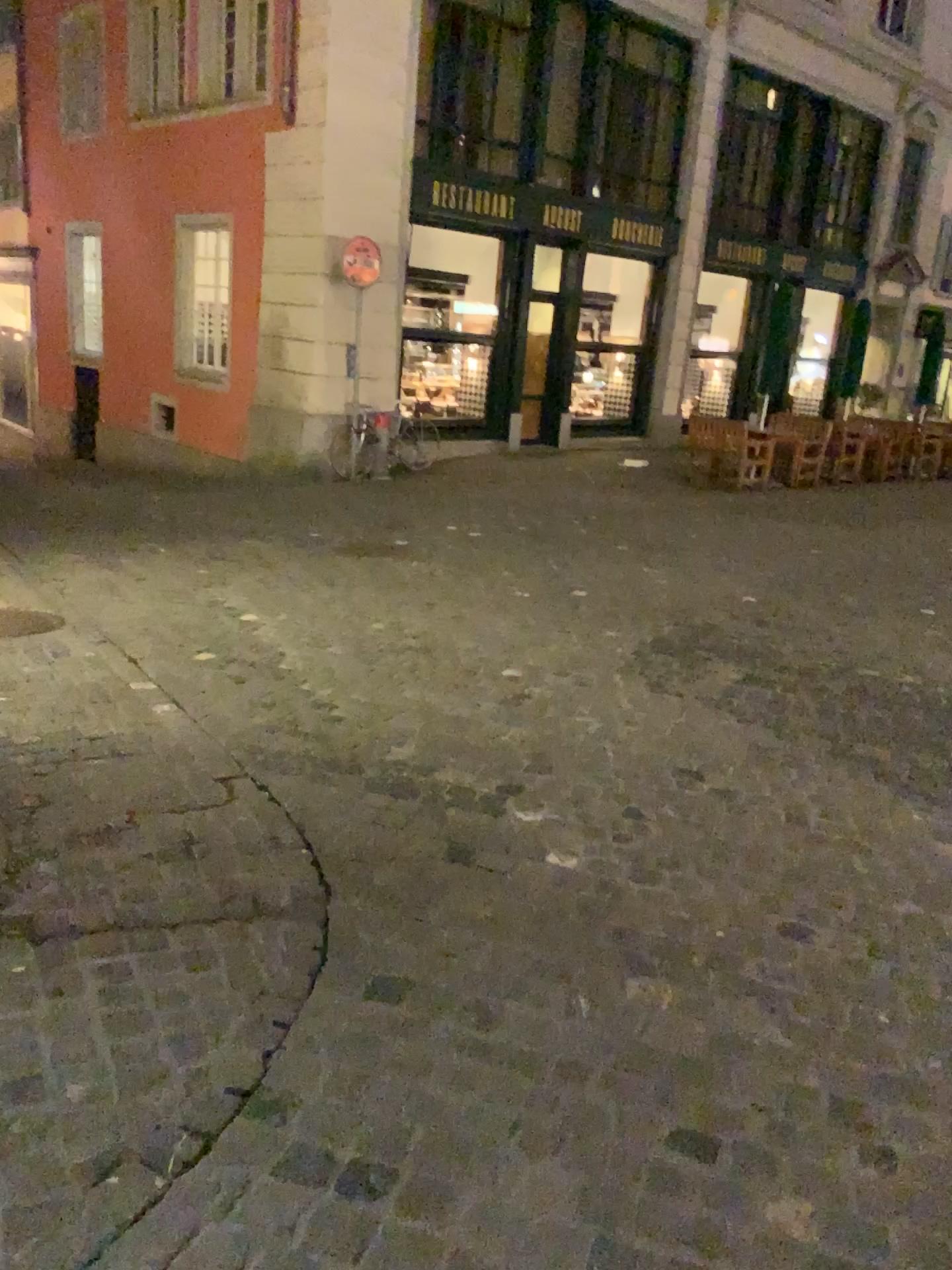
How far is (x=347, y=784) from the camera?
3.34m
